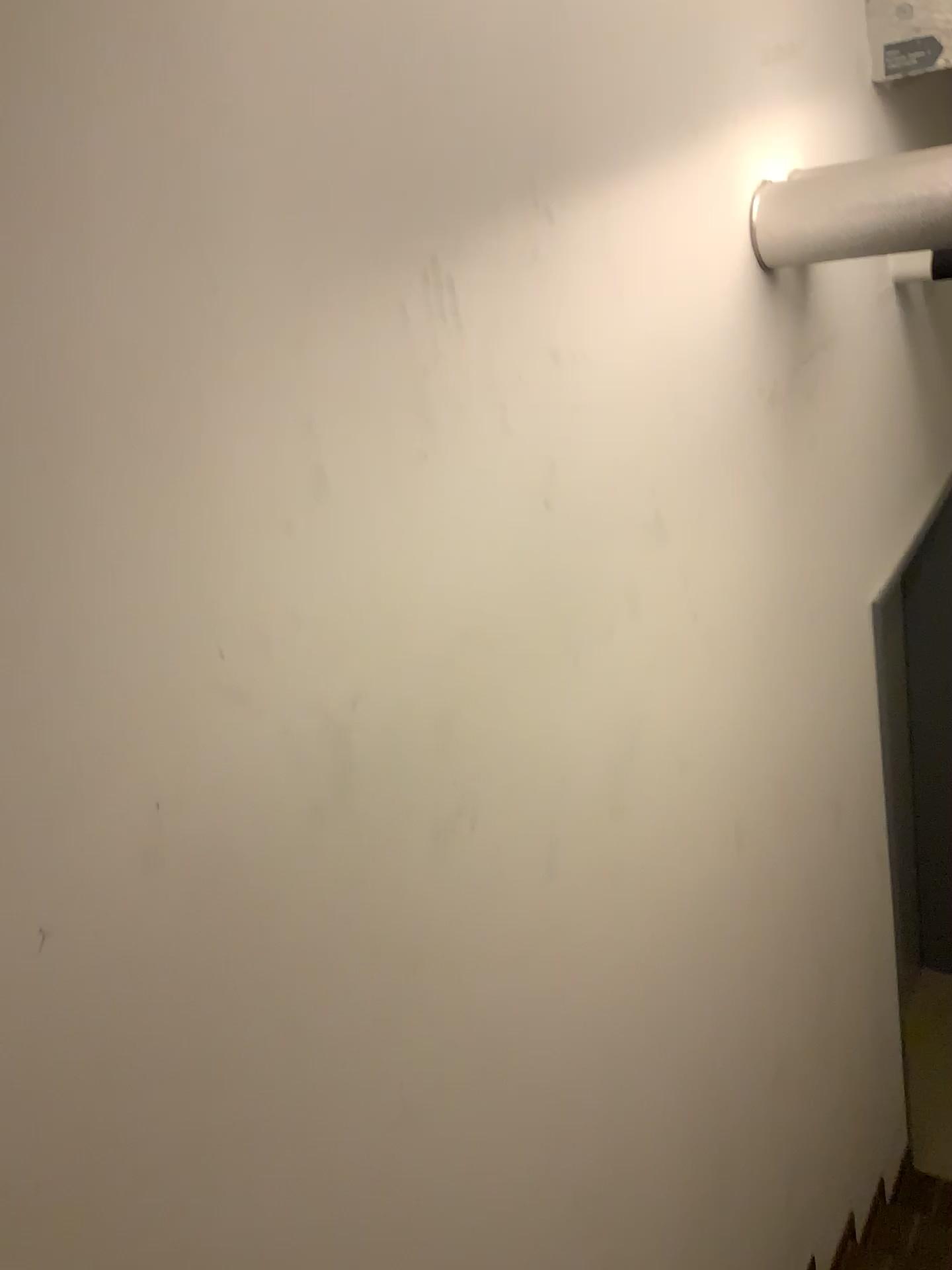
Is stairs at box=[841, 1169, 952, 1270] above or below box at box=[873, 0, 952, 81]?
below

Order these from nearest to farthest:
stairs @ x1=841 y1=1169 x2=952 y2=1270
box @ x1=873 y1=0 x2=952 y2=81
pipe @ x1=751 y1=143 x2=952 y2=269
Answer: pipe @ x1=751 y1=143 x2=952 y2=269, box @ x1=873 y1=0 x2=952 y2=81, stairs @ x1=841 y1=1169 x2=952 y2=1270

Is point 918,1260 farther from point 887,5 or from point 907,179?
point 887,5

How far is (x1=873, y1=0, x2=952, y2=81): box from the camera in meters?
2.3 m

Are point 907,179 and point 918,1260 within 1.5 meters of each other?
no

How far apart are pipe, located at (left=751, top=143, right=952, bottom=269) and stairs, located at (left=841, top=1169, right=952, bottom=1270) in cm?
261

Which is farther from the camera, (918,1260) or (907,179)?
(918,1260)

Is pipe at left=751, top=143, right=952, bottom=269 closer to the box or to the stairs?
the box

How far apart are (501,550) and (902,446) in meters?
2.0 m

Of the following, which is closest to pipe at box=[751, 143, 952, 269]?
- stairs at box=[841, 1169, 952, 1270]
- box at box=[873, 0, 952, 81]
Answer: box at box=[873, 0, 952, 81]
